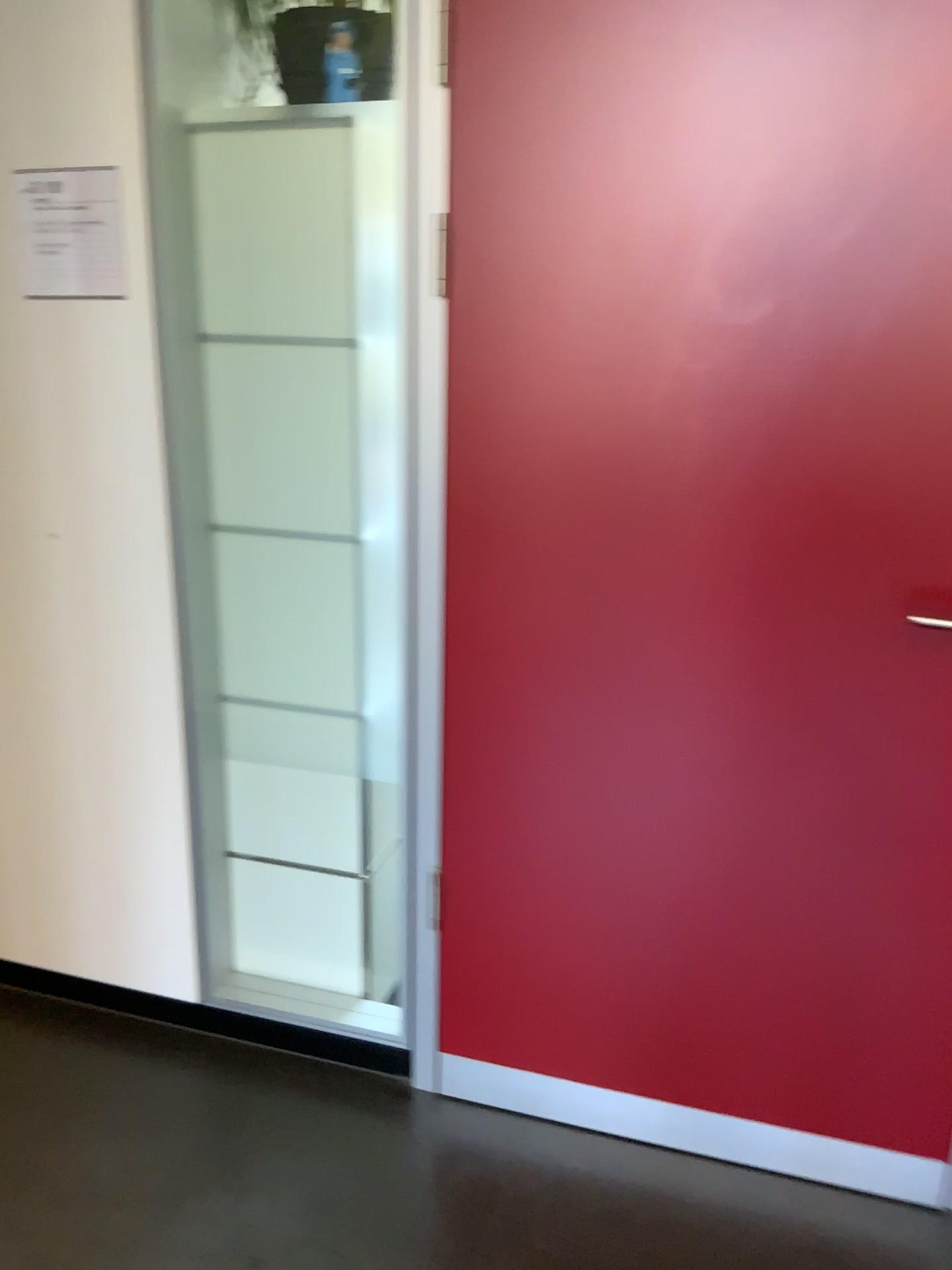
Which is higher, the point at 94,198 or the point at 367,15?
the point at 367,15

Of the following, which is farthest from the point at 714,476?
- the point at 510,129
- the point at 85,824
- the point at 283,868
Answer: the point at 85,824

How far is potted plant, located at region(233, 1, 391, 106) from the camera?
1.71m

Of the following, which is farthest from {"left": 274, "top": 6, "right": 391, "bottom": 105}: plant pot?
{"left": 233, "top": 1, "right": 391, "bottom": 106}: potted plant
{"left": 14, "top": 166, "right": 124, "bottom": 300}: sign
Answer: {"left": 14, "top": 166, "right": 124, "bottom": 300}: sign

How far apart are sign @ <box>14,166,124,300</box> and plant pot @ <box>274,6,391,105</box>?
0.34m

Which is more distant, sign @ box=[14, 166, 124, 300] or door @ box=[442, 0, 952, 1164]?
sign @ box=[14, 166, 124, 300]

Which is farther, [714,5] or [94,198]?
[94,198]

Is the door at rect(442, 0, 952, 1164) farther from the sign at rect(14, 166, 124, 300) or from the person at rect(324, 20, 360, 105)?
the sign at rect(14, 166, 124, 300)

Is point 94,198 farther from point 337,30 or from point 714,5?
point 714,5

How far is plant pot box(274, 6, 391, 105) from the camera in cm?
171
